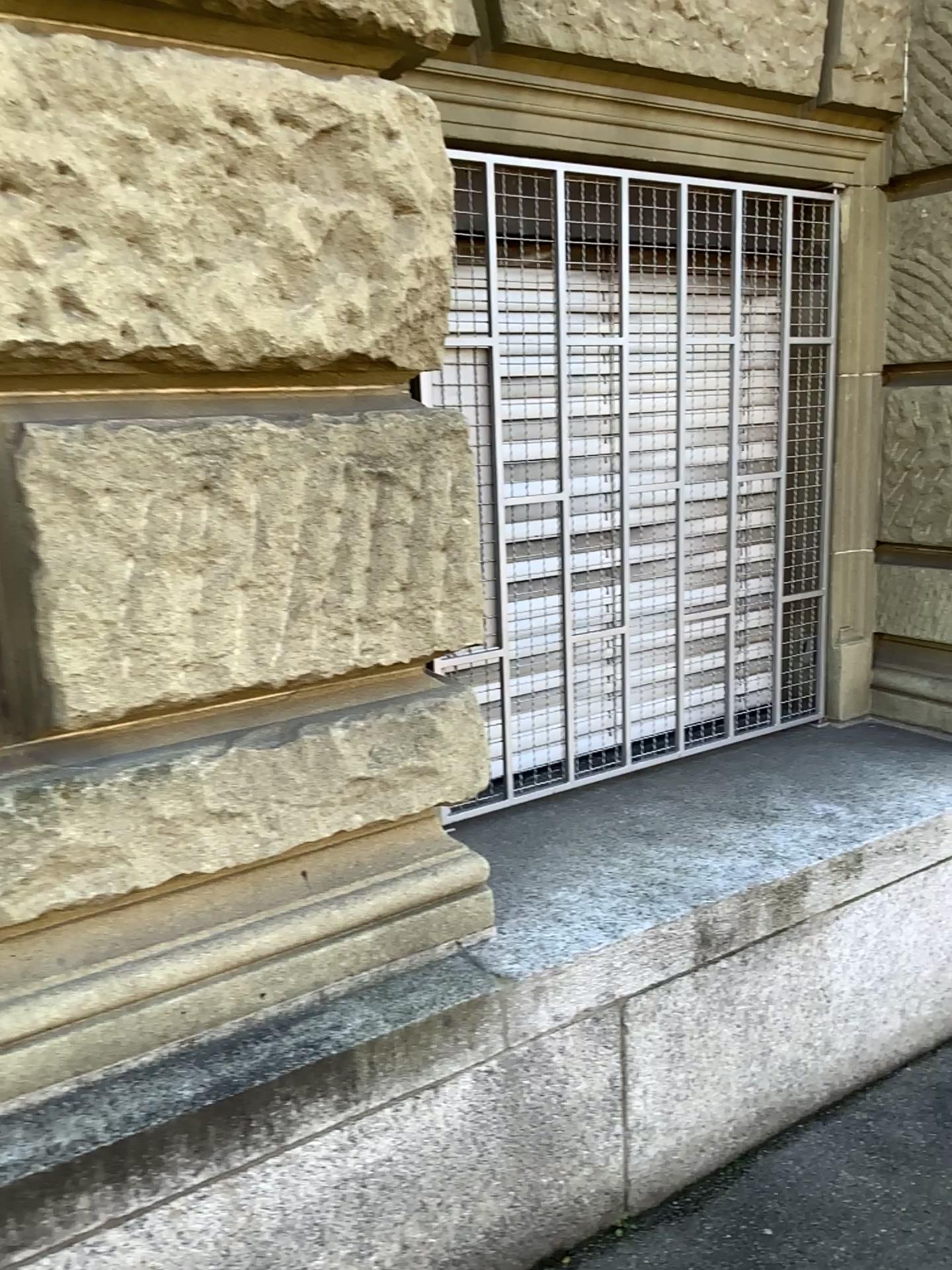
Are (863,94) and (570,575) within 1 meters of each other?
no

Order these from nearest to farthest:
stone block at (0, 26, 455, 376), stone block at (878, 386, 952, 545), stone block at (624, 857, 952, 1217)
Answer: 1. stone block at (0, 26, 455, 376)
2. stone block at (624, 857, 952, 1217)
3. stone block at (878, 386, 952, 545)

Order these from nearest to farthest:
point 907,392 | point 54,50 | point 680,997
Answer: point 54,50 < point 680,997 < point 907,392

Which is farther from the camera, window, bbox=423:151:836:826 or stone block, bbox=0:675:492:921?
window, bbox=423:151:836:826

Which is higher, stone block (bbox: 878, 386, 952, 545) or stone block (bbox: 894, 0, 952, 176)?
stone block (bbox: 894, 0, 952, 176)

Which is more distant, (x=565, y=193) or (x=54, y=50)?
(x=565, y=193)

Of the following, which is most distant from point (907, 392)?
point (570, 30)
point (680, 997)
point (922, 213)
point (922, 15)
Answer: point (680, 997)

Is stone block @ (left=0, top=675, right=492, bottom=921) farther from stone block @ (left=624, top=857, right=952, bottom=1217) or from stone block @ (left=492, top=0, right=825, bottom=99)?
stone block @ (left=492, top=0, right=825, bottom=99)

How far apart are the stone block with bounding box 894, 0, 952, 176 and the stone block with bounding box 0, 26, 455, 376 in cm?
171

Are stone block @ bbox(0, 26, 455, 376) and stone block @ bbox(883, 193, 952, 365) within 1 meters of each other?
no
